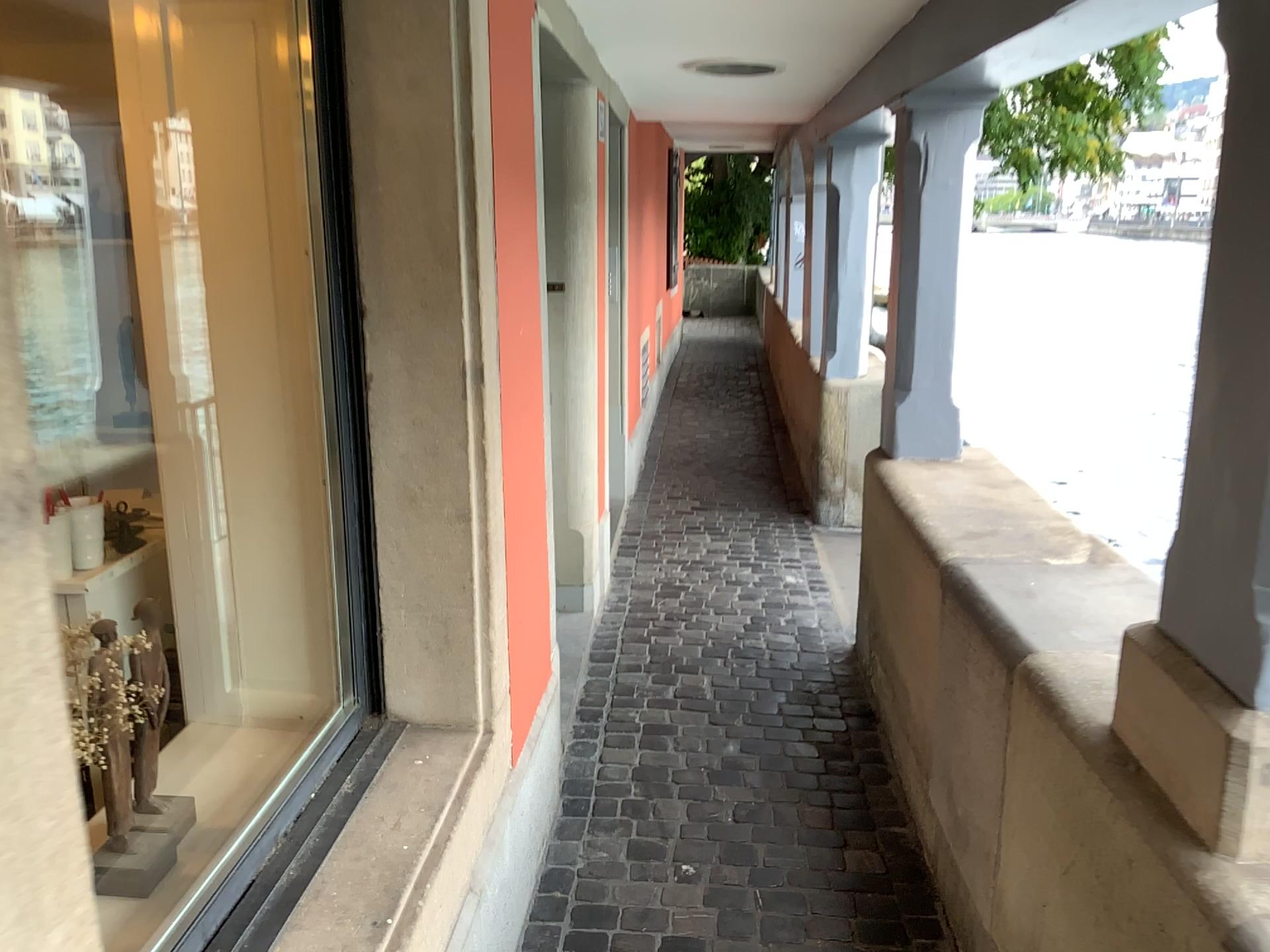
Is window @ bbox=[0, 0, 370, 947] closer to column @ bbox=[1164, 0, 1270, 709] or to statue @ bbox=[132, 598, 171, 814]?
statue @ bbox=[132, 598, 171, 814]

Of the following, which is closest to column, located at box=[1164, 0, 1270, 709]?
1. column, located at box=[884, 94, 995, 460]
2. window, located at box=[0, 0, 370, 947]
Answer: window, located at box=[0, 0, 370, 947]

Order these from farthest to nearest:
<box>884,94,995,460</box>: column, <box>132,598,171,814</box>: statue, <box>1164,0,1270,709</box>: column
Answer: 1. <box>884,94,995,460</box>: column
2. <box>132,598,171,814</box>: statue
3. <box>1164,0,1270,709</box>: column

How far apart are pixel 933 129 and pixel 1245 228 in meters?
2.0 m

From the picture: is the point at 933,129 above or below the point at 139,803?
above

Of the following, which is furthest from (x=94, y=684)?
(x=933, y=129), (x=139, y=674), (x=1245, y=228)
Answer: (x=933, y=129)

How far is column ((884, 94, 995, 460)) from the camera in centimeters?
317cm

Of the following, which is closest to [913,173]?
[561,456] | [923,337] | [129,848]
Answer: [923,337]

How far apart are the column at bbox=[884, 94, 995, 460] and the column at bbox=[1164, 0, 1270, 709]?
1.9m

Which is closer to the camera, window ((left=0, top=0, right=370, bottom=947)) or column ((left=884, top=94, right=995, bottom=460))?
window ((left=0, top=0, right=370, bottom=947))
